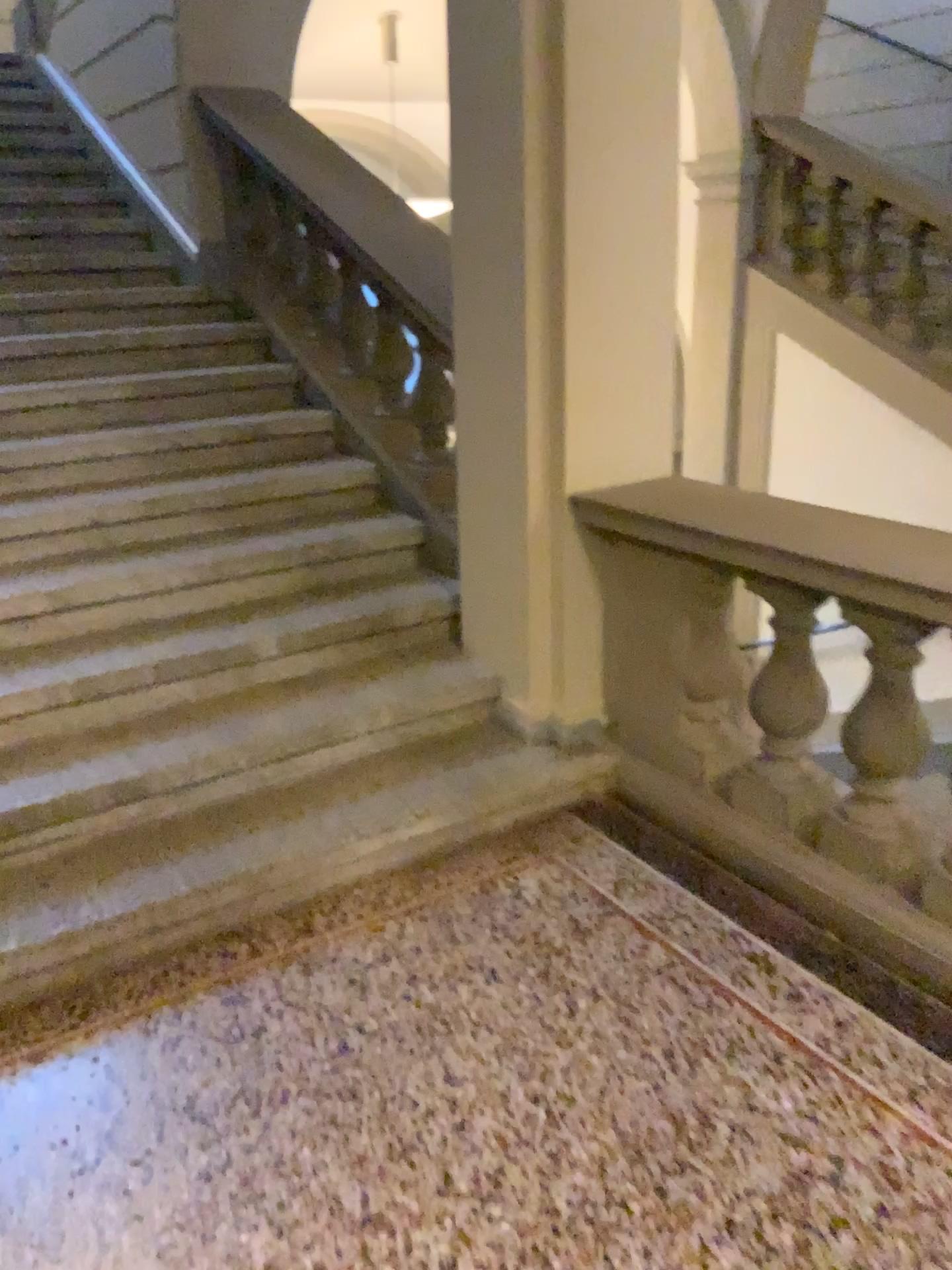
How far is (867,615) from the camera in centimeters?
219cm

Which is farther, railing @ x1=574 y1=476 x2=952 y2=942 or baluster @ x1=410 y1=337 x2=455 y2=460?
baluster @ x1=410 y1=337 x2=455 y2=460

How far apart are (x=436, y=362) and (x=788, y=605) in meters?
1.6

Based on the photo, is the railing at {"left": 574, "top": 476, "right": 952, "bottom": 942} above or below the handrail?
below

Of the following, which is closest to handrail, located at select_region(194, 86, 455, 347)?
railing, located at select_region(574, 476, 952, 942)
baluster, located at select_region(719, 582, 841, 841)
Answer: railing, located at select_region(574, 476, 952, 942)

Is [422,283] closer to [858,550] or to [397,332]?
[397,332]

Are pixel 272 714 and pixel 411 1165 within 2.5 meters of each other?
yes

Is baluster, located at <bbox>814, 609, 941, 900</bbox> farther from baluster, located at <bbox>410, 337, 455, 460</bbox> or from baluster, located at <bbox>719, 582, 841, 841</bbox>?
baluster, located at <bbox>410, 337, 455, 460</bbox>

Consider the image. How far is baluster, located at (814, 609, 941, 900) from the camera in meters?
2.2 m

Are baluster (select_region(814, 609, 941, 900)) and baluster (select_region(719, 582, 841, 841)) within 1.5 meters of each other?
yes
